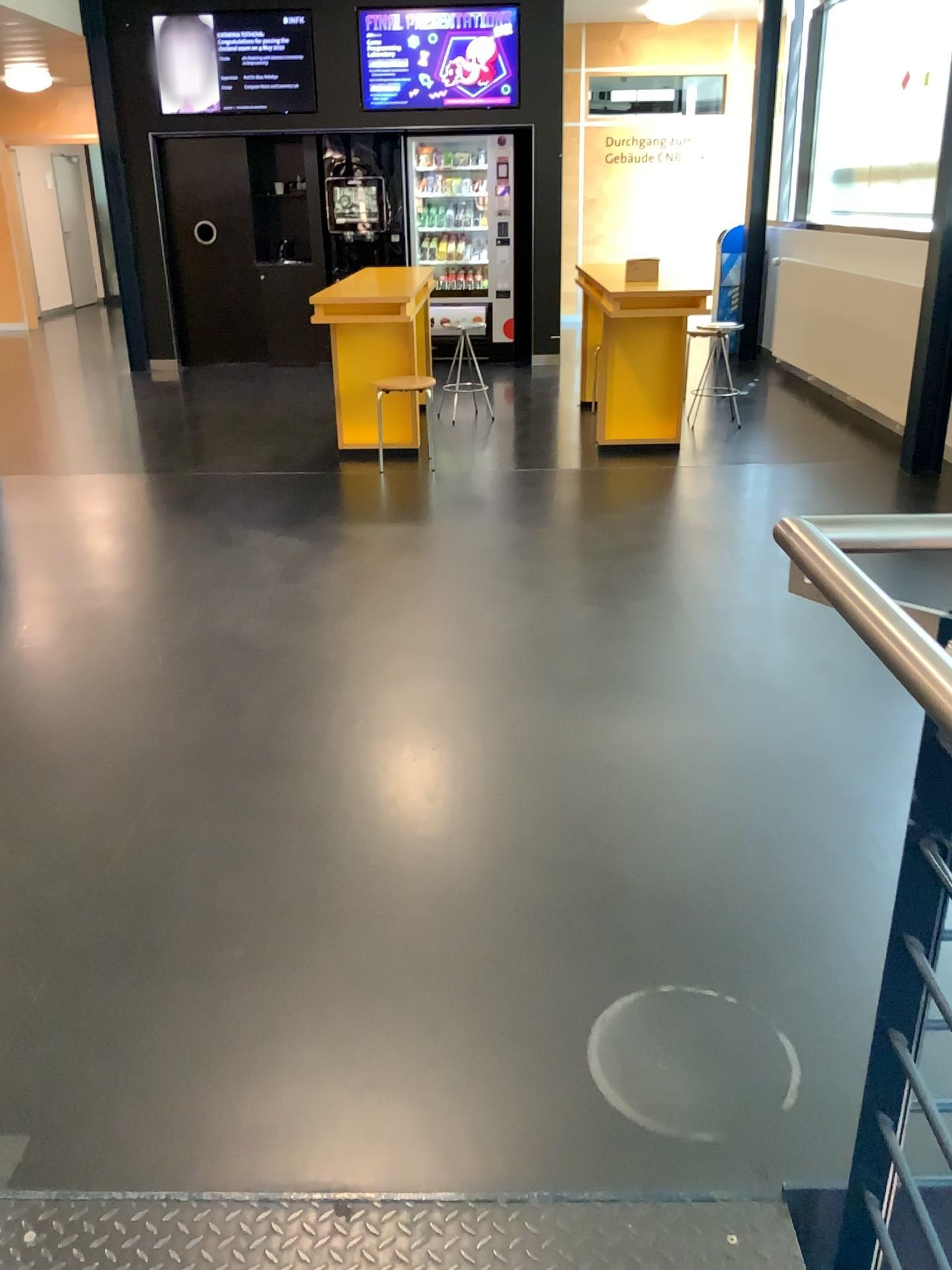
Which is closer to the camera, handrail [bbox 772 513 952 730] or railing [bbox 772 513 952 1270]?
handrail [bbox 772 513 952 730]

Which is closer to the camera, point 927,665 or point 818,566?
point 927,665

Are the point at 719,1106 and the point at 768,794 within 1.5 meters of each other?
yes
